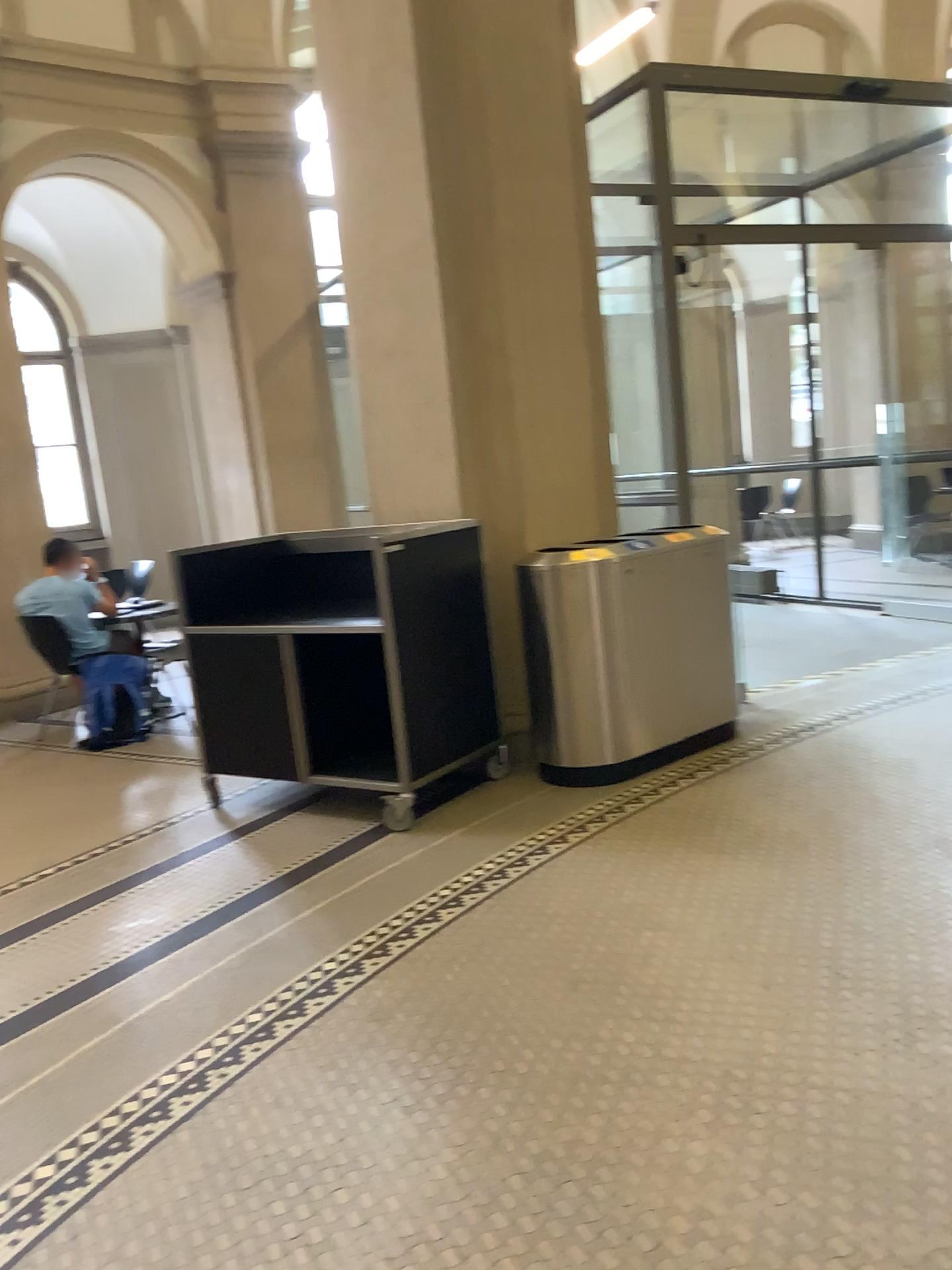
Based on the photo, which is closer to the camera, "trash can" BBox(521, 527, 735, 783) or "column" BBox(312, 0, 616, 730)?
"trash can" BBox(521, 527, 735, 783)

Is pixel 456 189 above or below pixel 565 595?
above

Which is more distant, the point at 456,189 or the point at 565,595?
the point at 456,189

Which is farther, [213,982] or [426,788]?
[426,788]
